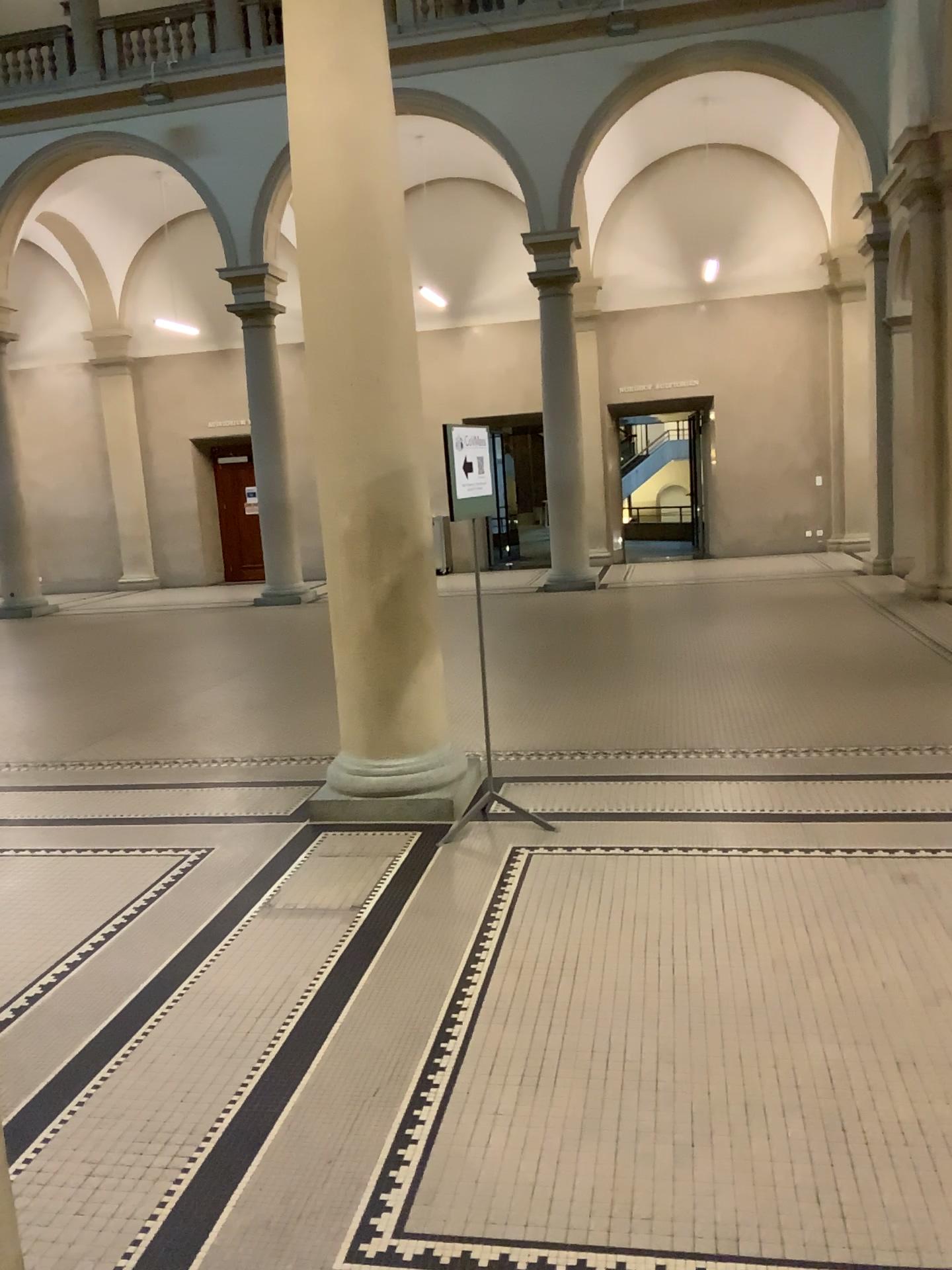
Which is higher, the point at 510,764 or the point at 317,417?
the point at 317,417
